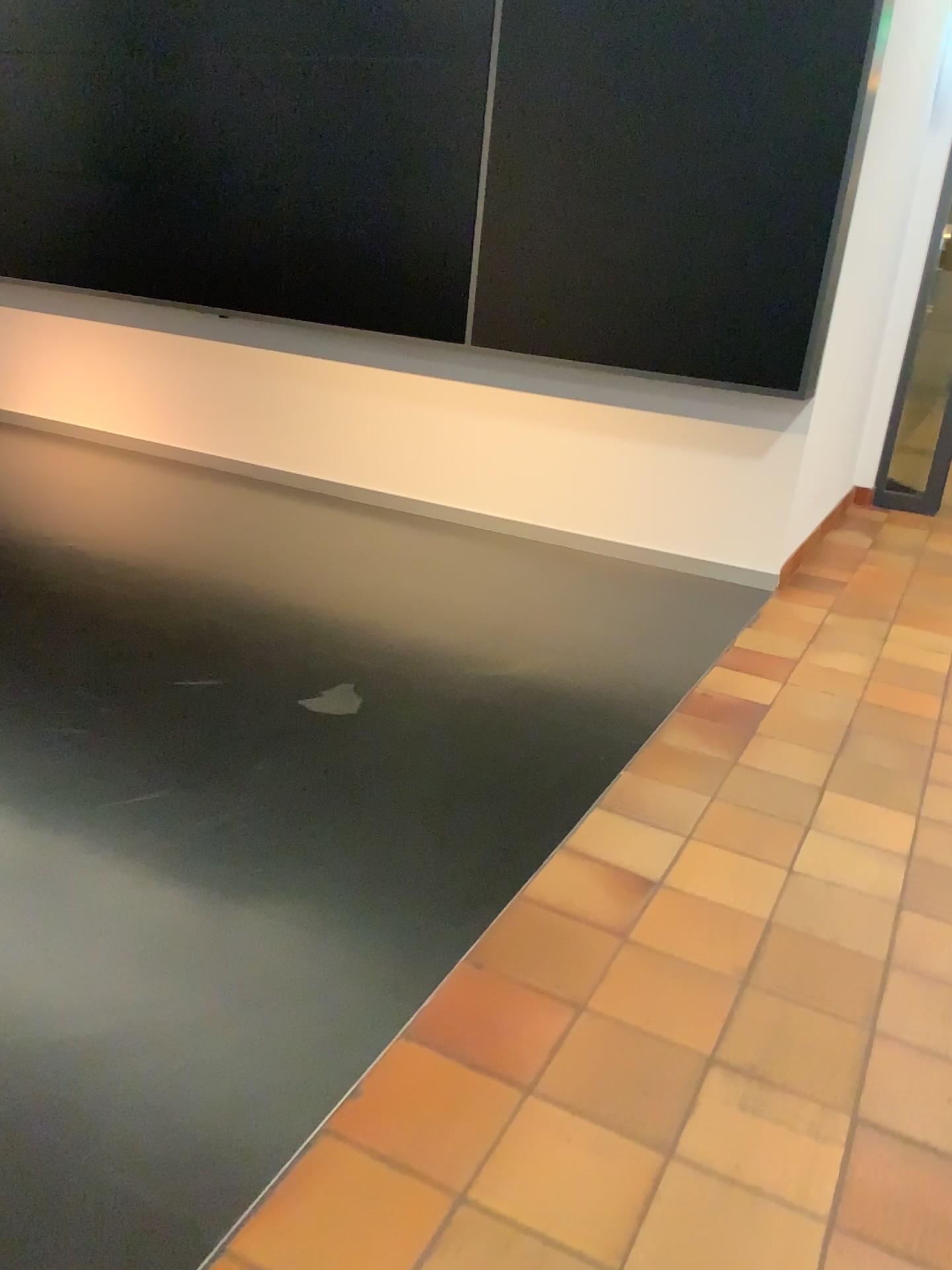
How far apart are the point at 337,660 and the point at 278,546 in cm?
132
